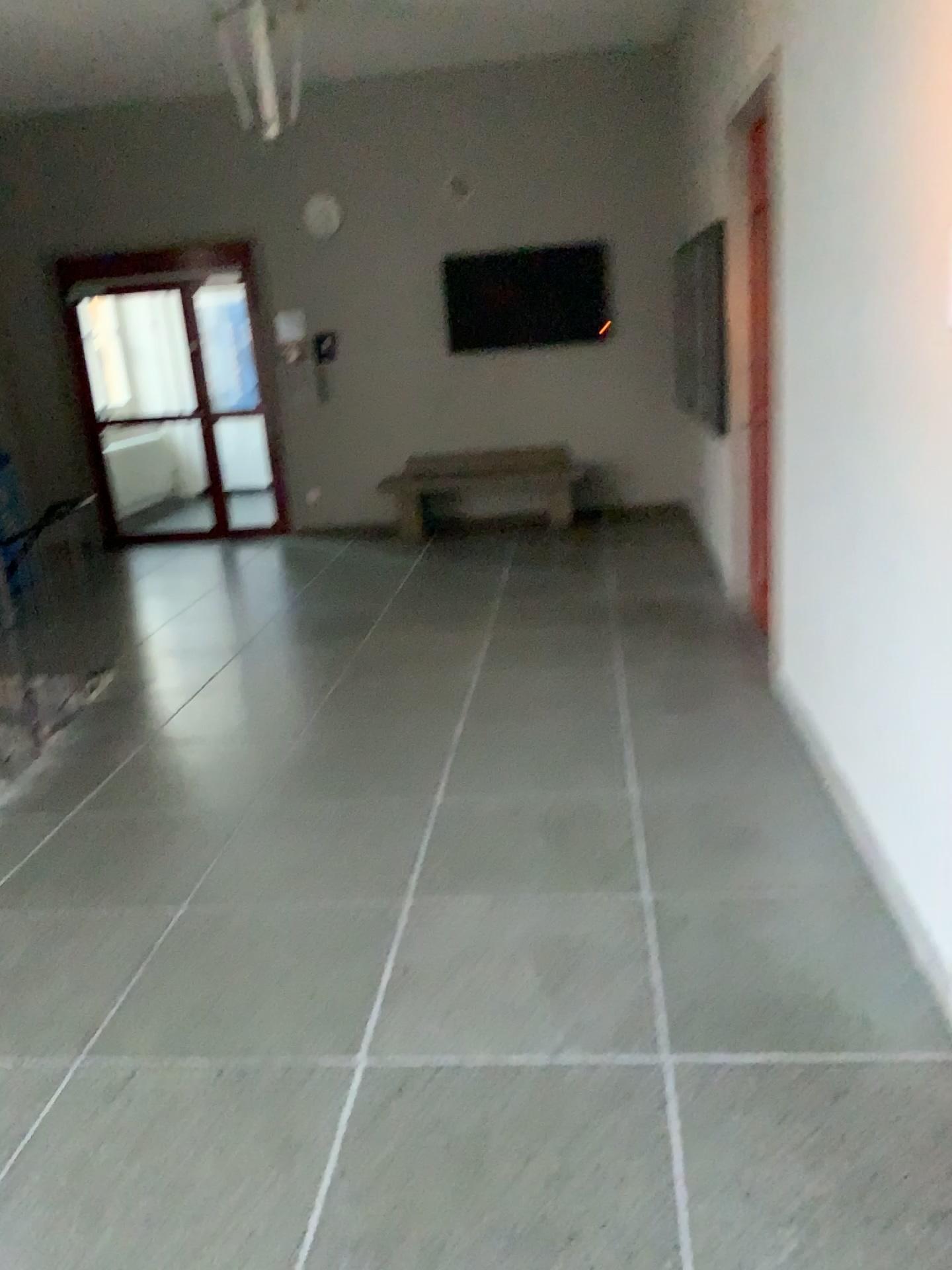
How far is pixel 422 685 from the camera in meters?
4.7 m
